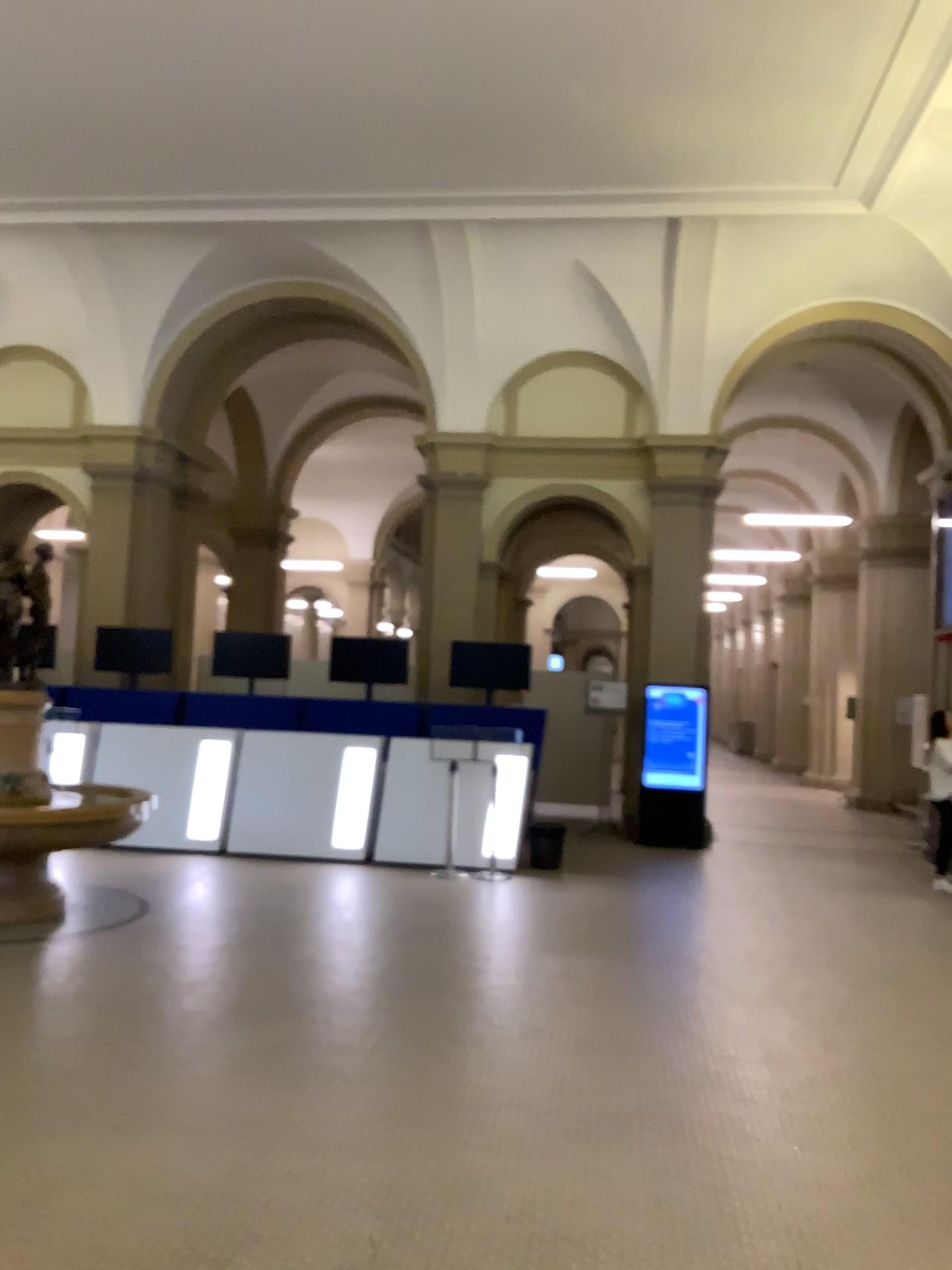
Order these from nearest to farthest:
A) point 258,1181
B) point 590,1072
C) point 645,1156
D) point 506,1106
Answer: point 258,1181
point 645,1156
point 506,1106
point 590,1072
